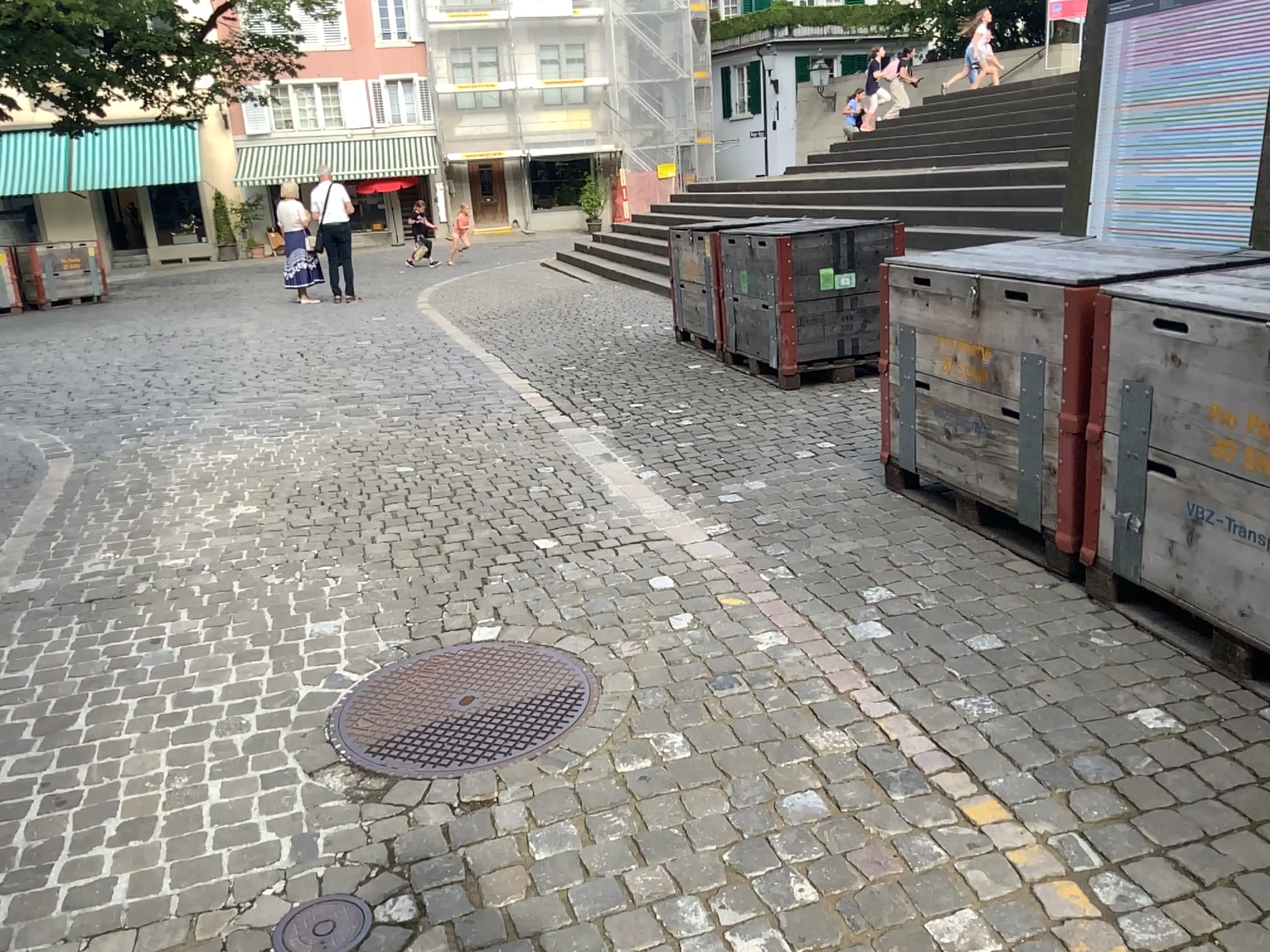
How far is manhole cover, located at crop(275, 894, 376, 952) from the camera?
2.0 meters

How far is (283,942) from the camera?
2.03m

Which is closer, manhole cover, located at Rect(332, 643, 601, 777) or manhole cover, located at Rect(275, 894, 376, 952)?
manhole cover, located at Rect(275, 894, 376, 952)

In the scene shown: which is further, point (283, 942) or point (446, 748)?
point (446, 748)

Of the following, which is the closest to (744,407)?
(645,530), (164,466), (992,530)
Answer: (645,530)
